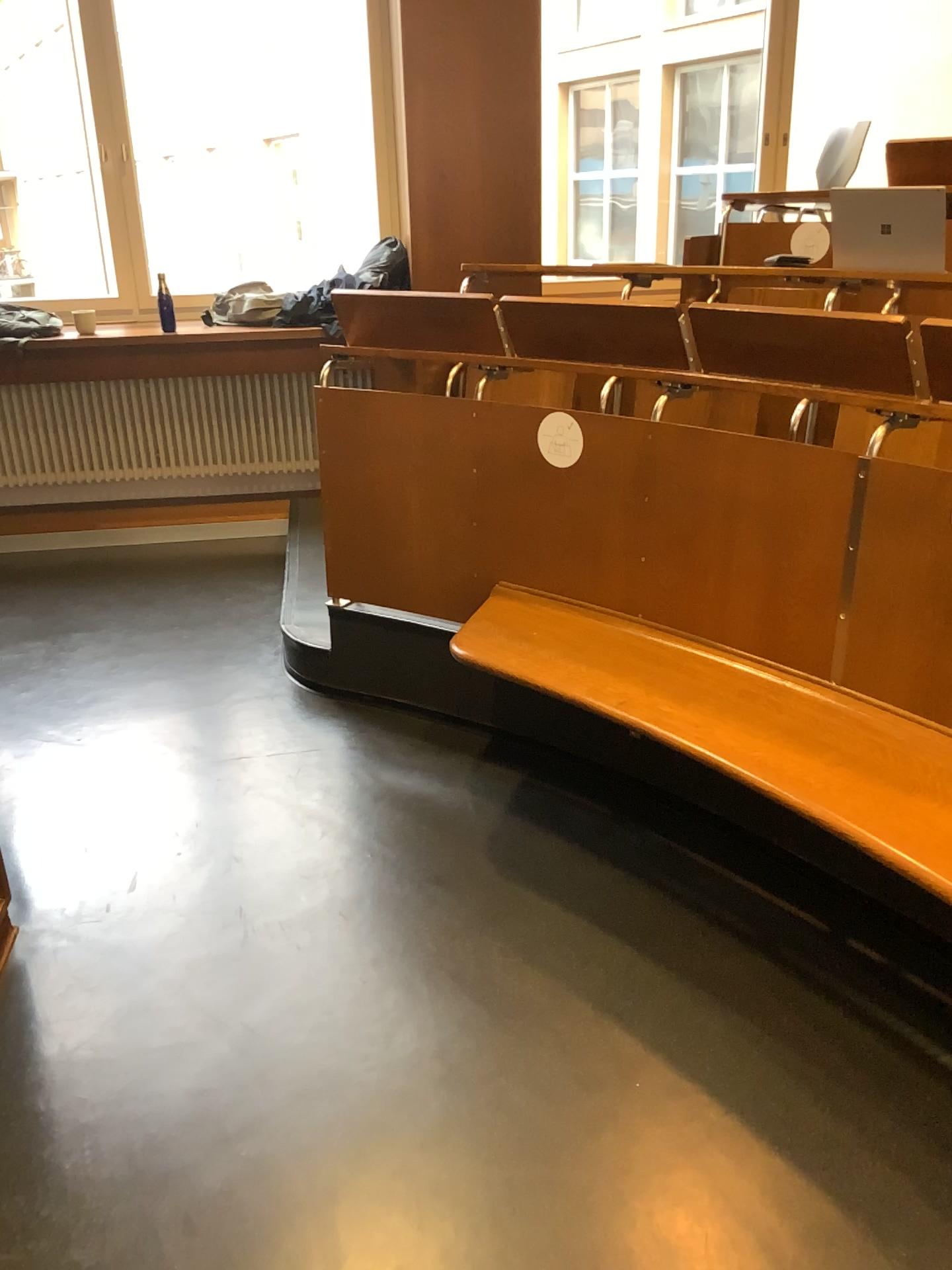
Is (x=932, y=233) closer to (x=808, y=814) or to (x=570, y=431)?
(x=570, y=431)

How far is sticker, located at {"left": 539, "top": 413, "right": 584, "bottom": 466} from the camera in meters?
2.6 m

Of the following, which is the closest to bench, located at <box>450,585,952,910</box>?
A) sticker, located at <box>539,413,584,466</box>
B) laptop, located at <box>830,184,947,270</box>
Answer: sticker, located at <box>539,413,584,466</box>

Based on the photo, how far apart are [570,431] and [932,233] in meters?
1.1 m

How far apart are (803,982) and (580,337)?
1.6 meters

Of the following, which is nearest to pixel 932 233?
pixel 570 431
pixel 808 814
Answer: pixel 570 431

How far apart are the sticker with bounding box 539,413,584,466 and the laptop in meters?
1.0 m

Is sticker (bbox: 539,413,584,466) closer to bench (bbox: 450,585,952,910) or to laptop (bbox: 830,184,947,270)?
bench (bbox: 450,585,952,910)

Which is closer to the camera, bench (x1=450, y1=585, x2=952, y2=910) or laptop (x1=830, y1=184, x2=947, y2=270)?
bench (x1=450, y1=585, x2=952, y2=910)

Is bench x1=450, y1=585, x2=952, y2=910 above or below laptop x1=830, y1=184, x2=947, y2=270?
below
